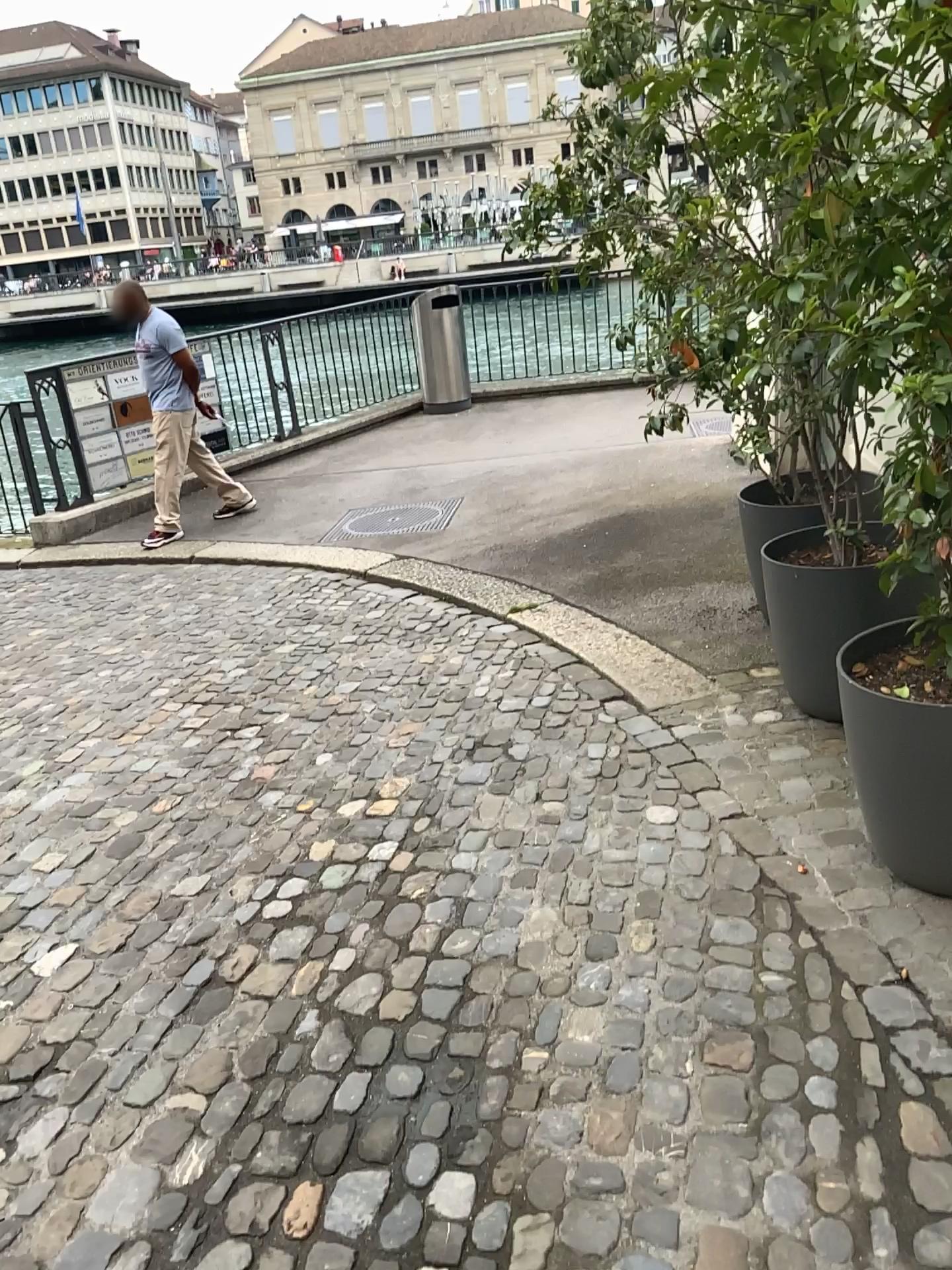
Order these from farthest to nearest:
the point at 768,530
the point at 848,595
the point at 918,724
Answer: the point at 768,530
the point at 848,595
the point at 918,724

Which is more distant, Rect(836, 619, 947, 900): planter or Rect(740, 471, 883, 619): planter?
Rect(740, 471, 883, 619): planter

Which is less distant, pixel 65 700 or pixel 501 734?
pixel 501 734

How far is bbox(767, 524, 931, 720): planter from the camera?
3.1 meters

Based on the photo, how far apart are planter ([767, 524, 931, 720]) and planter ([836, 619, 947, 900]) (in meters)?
0.41

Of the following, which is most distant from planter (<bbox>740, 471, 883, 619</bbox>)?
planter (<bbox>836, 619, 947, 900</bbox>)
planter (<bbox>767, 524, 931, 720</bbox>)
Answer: planter (<bbox>836, 619, 947, 900</bbox>)

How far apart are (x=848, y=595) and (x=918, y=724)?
0.9 meters

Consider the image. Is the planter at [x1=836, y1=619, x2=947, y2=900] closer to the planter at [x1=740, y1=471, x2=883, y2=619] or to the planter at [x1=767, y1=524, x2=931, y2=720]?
the planter at [x1=767, y1=524, x2=931, y2=720]

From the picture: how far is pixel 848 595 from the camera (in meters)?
3.12

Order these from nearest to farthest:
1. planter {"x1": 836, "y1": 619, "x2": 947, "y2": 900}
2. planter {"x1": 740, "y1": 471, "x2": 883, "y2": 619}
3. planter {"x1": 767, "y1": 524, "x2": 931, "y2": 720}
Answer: planter {"x1": 836, "y1": 619, "x2": 947, "y2": 900} → planter {"x1": 767, "y1": 524, "x2": 931, "y2": 720} → planter {"x1": 740, "y1": 471, "x2": 883, "y2": 619}
